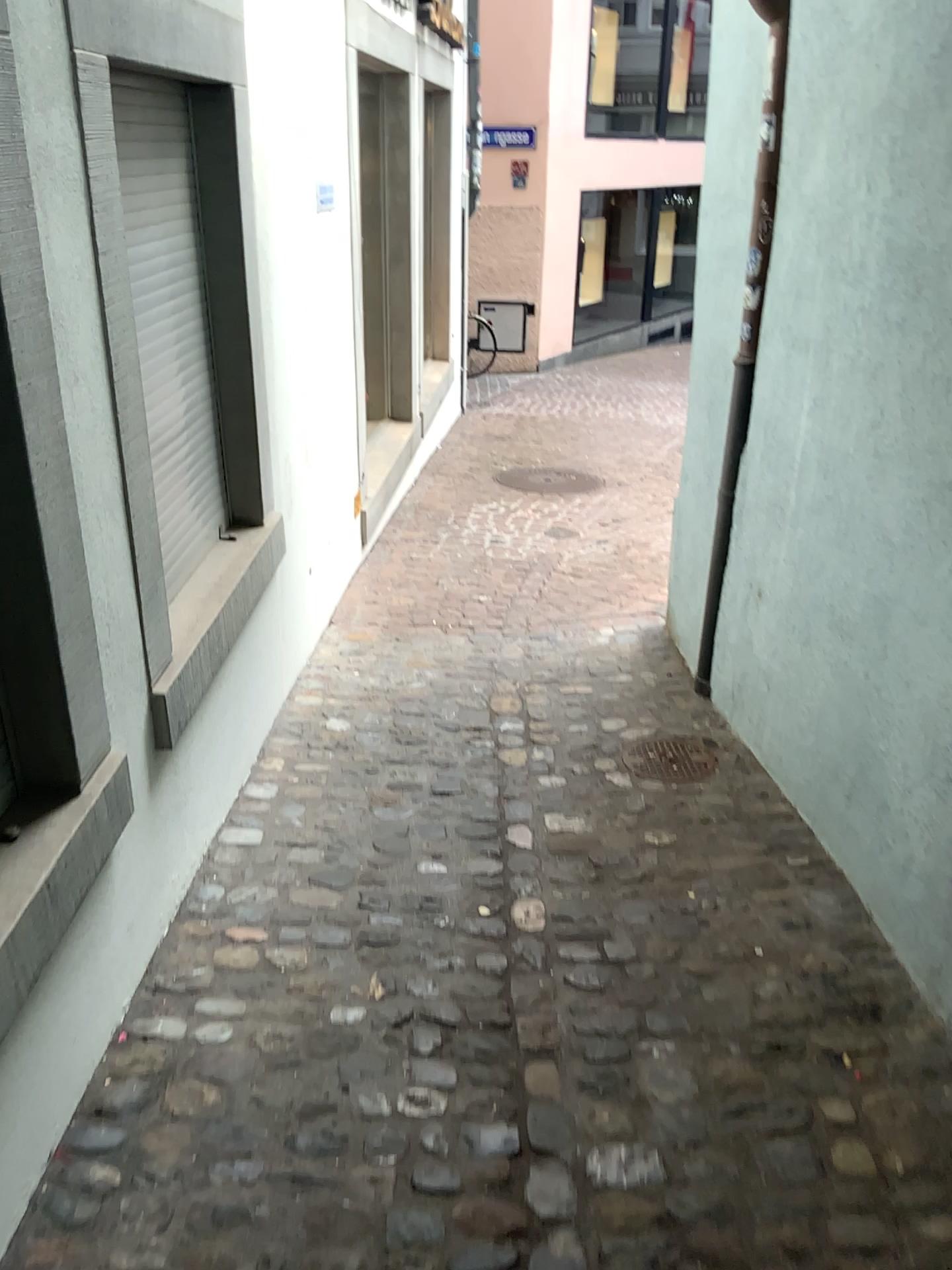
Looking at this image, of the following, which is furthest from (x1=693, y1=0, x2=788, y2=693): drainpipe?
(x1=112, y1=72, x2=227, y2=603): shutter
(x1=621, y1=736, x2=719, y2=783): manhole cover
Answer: (x1=112, y1=72, x2=227, y2=603): shutter

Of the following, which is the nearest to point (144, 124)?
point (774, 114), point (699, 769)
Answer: point (774, 114)

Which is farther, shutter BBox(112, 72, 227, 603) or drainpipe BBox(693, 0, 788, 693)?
drainpipe BBox(693, 0, 788, 693)

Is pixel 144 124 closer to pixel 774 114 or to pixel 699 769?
pixel 774 114

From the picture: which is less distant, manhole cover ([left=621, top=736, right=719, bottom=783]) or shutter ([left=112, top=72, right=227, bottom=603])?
shutter ([left=112, top=72, right=227, bottom=603])

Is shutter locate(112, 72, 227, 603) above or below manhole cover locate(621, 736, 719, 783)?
above

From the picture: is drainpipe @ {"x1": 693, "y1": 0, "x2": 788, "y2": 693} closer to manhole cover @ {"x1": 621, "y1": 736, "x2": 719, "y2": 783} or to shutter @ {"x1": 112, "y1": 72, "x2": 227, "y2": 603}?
manhole cover @ {"x1": 621, "y1": 736, "x2": 719, "y2": 783}

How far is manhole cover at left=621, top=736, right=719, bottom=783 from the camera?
3.14m

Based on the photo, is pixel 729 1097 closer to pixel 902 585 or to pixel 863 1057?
pixel 863 1057

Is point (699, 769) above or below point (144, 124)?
below
